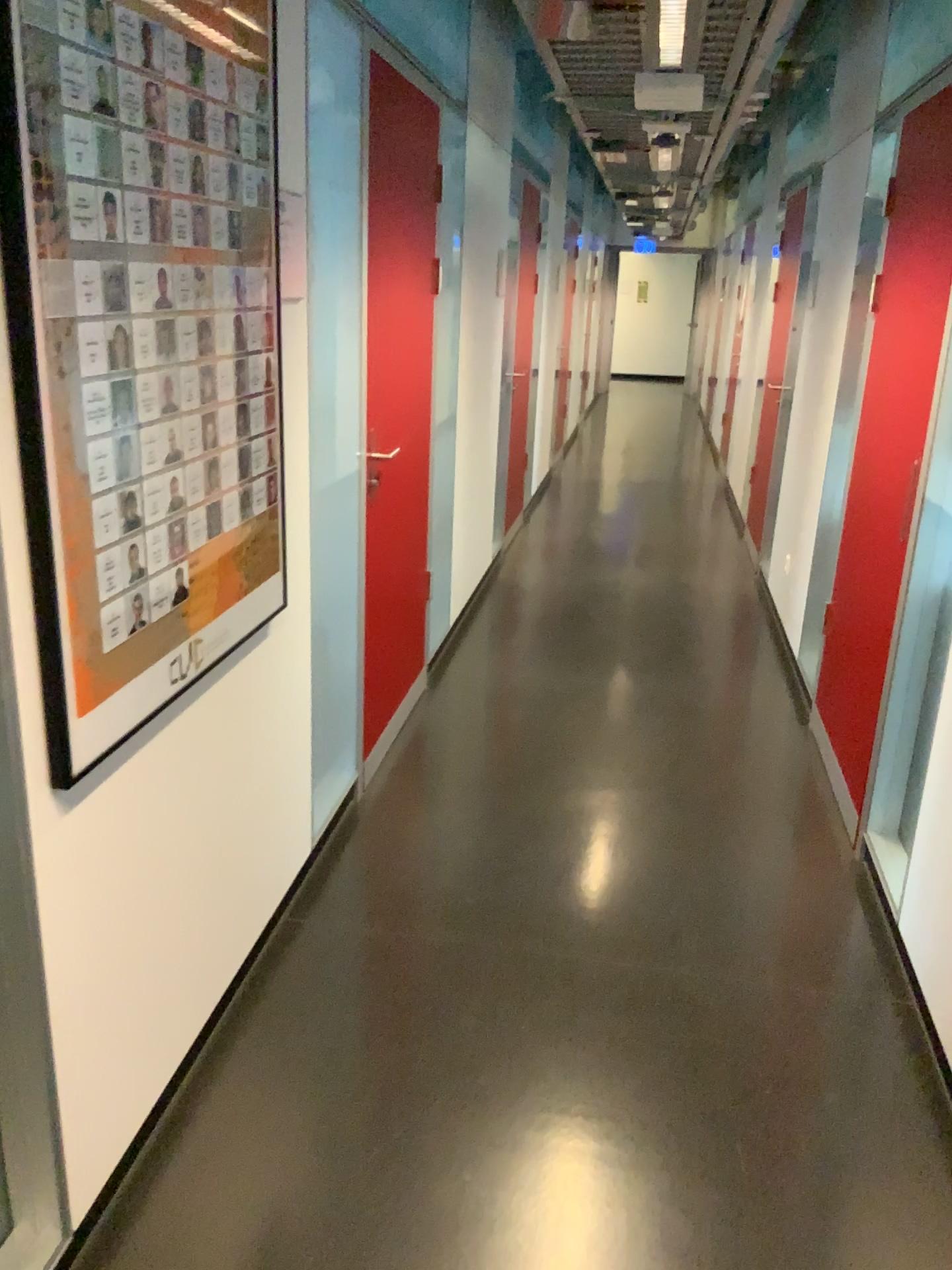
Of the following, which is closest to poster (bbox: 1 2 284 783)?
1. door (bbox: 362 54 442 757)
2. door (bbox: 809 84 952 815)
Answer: door (bbox: 362 54 442 757)

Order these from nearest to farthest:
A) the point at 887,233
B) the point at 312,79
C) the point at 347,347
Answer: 1. the point at 312,79
2. the point at 347,347
3. the point at 887,233

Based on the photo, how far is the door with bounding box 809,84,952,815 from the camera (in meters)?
3.12

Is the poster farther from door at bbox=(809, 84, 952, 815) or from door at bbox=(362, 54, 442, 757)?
door at bbox=(809, 84, 952, 815)

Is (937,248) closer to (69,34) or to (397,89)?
(397,89)

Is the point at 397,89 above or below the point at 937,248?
above

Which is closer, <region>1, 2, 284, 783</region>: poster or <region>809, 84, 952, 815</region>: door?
<region>1, 2, 284, 783</region>: poster

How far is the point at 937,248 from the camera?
3.1m

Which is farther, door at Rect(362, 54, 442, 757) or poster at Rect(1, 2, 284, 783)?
door at Rect(362, 54, 442, 757)
